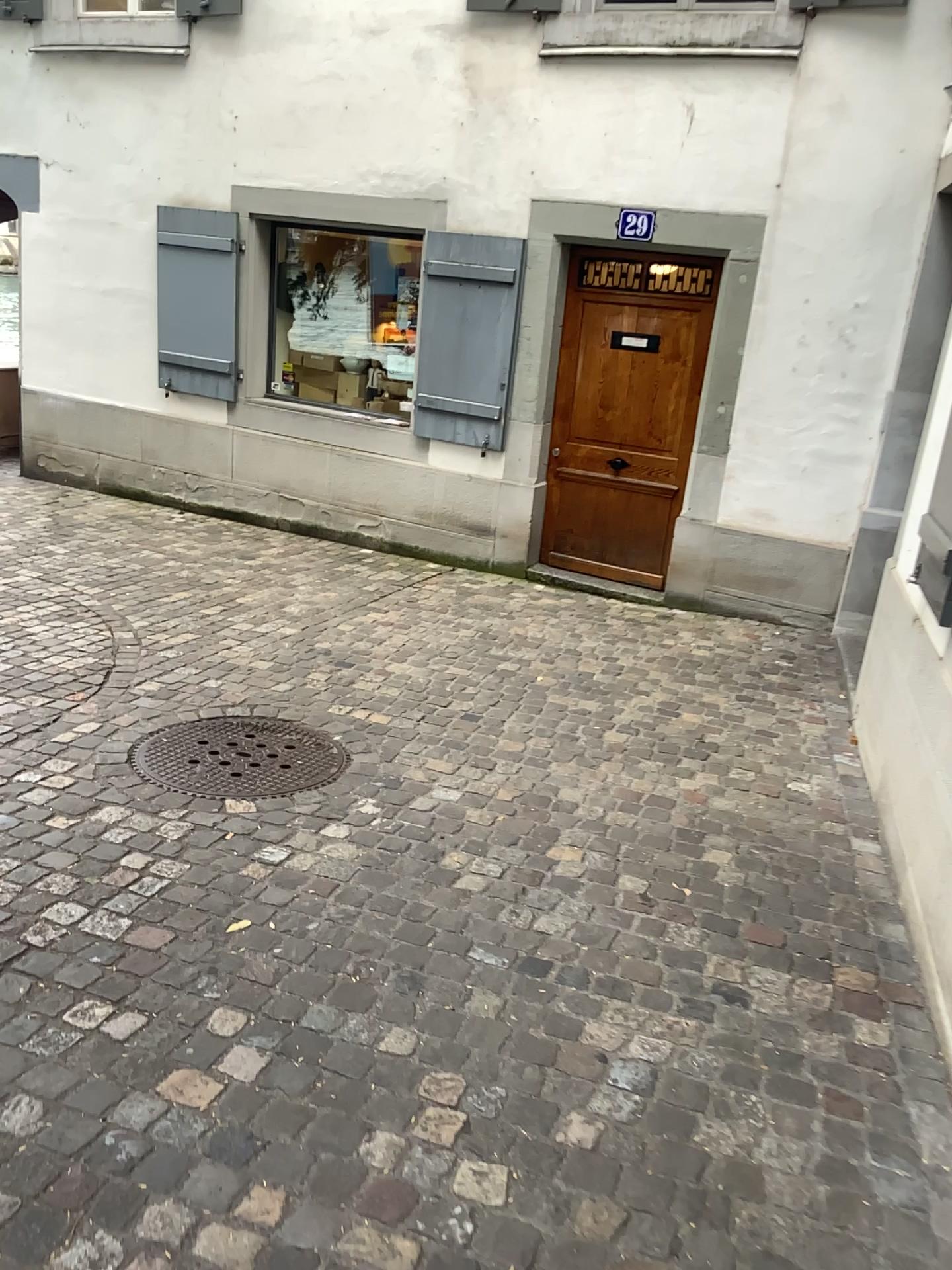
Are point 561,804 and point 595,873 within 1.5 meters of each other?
yes
